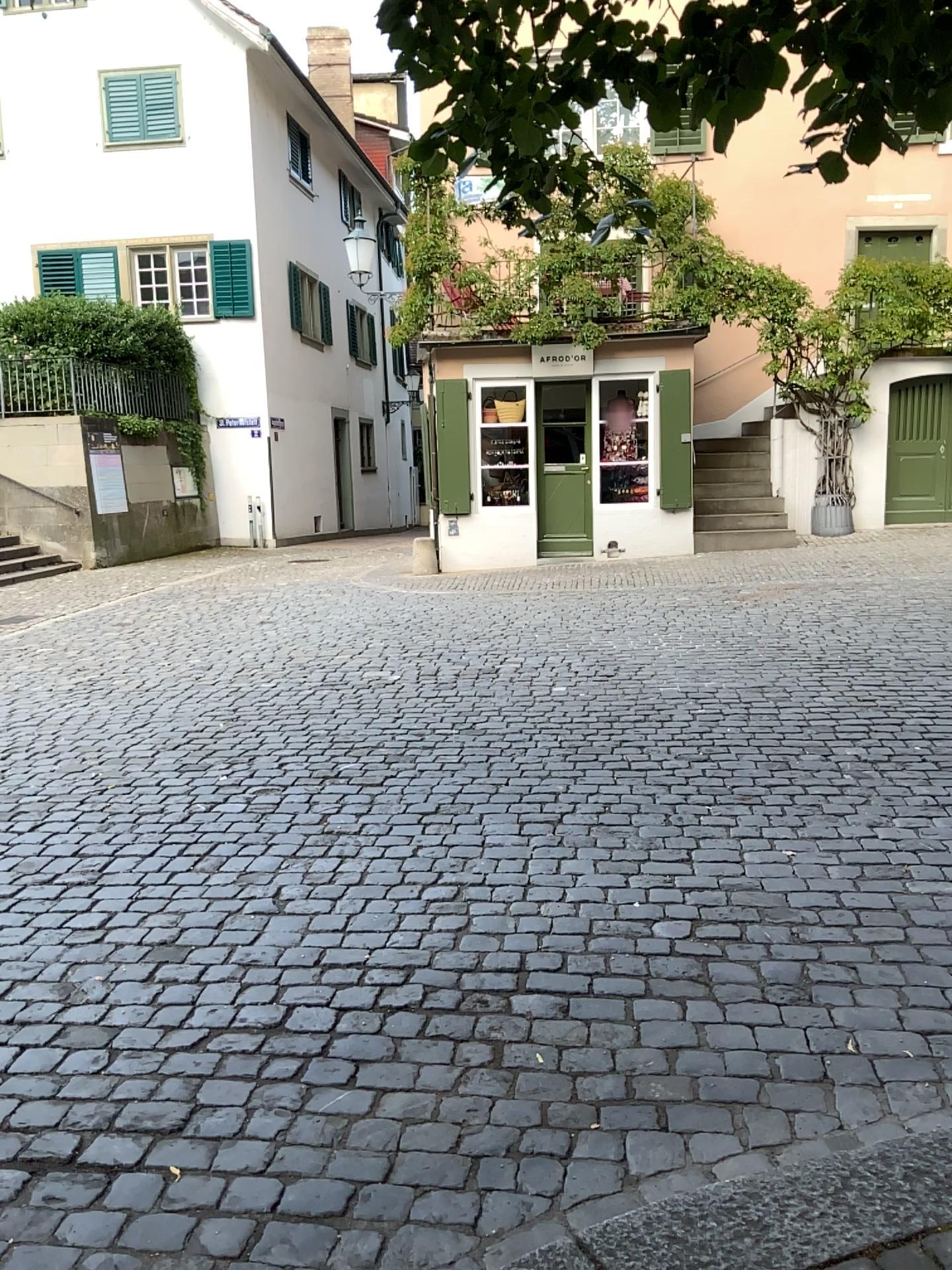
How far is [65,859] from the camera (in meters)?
4.29
